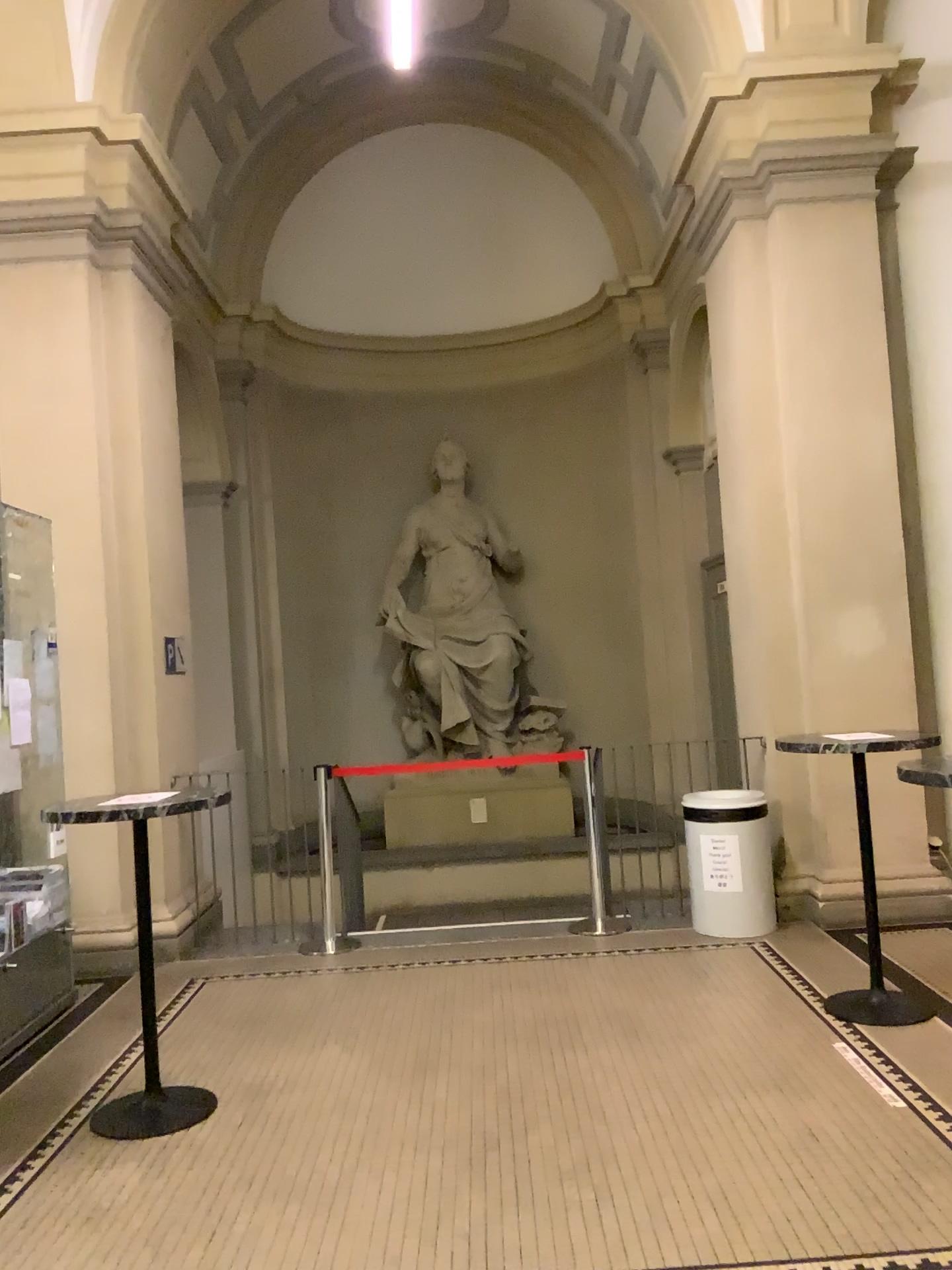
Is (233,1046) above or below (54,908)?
below
